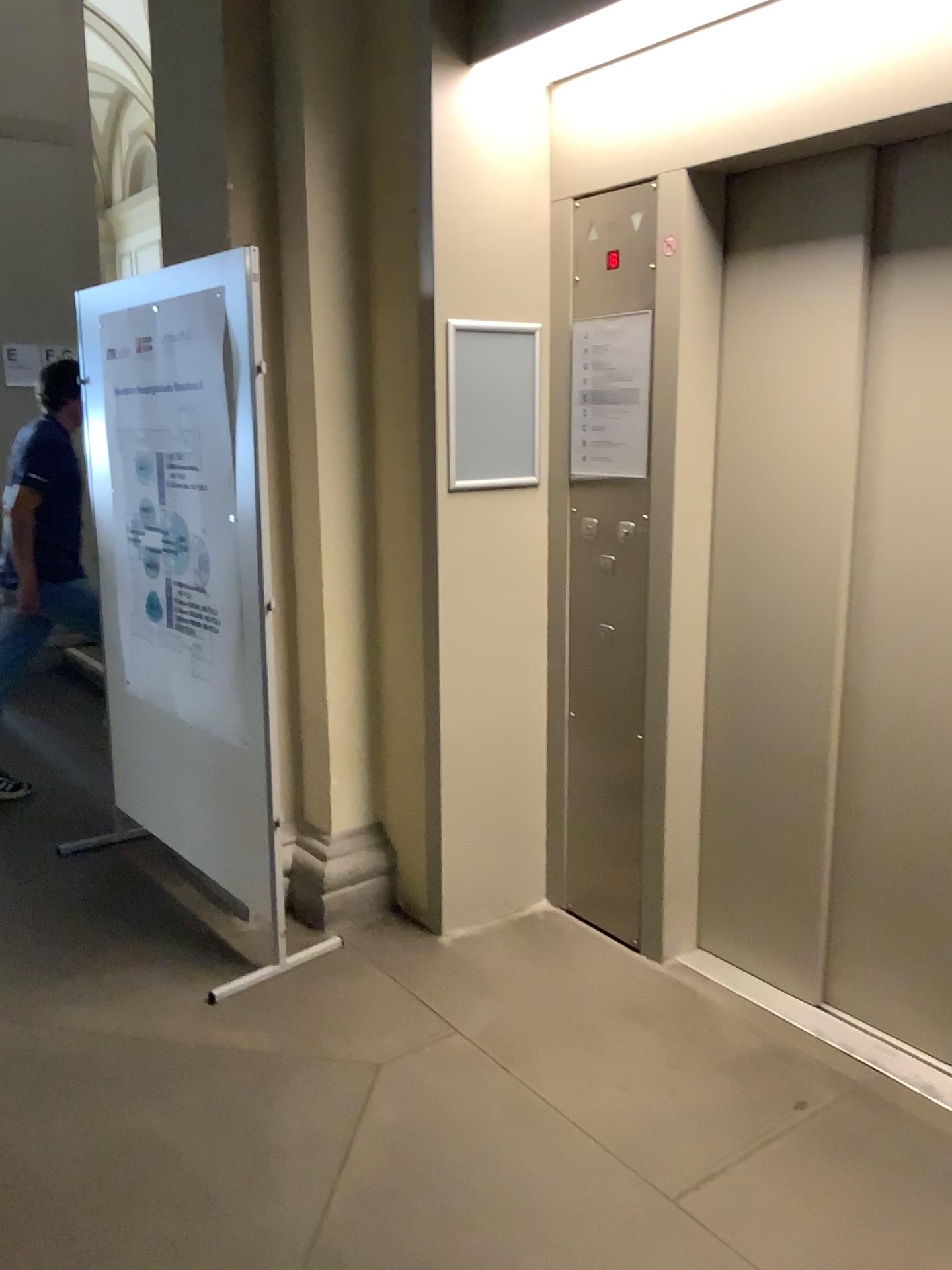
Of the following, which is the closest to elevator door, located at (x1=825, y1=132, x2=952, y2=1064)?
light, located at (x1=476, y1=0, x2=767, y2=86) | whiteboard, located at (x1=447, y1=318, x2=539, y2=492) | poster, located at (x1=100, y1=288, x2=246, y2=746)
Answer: light, located at (x1=476, y1=0, x2=767, y2=86)

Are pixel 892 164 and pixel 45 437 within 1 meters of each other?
no

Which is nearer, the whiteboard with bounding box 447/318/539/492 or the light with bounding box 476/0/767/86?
the light with bounding box 476/0/767/86

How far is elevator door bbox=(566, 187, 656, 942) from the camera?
2.9m

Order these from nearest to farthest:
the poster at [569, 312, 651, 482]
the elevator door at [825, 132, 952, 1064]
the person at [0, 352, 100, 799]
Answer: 1. the elevator door at [825, 132, 952, 1064]
2. the poster at [569, 312, 651, 482]
3. the person at [0, 352, 100, 799]

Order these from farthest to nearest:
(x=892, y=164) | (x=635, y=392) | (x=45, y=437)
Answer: (x=45, y=437)
(x=635, y=392)
(x=892, y=164)

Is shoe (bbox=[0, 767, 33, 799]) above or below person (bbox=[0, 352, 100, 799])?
below

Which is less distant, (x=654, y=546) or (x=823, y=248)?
(x=823, y=248)

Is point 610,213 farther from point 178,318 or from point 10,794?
point 10,794

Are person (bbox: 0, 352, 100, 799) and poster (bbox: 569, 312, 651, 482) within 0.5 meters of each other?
no
